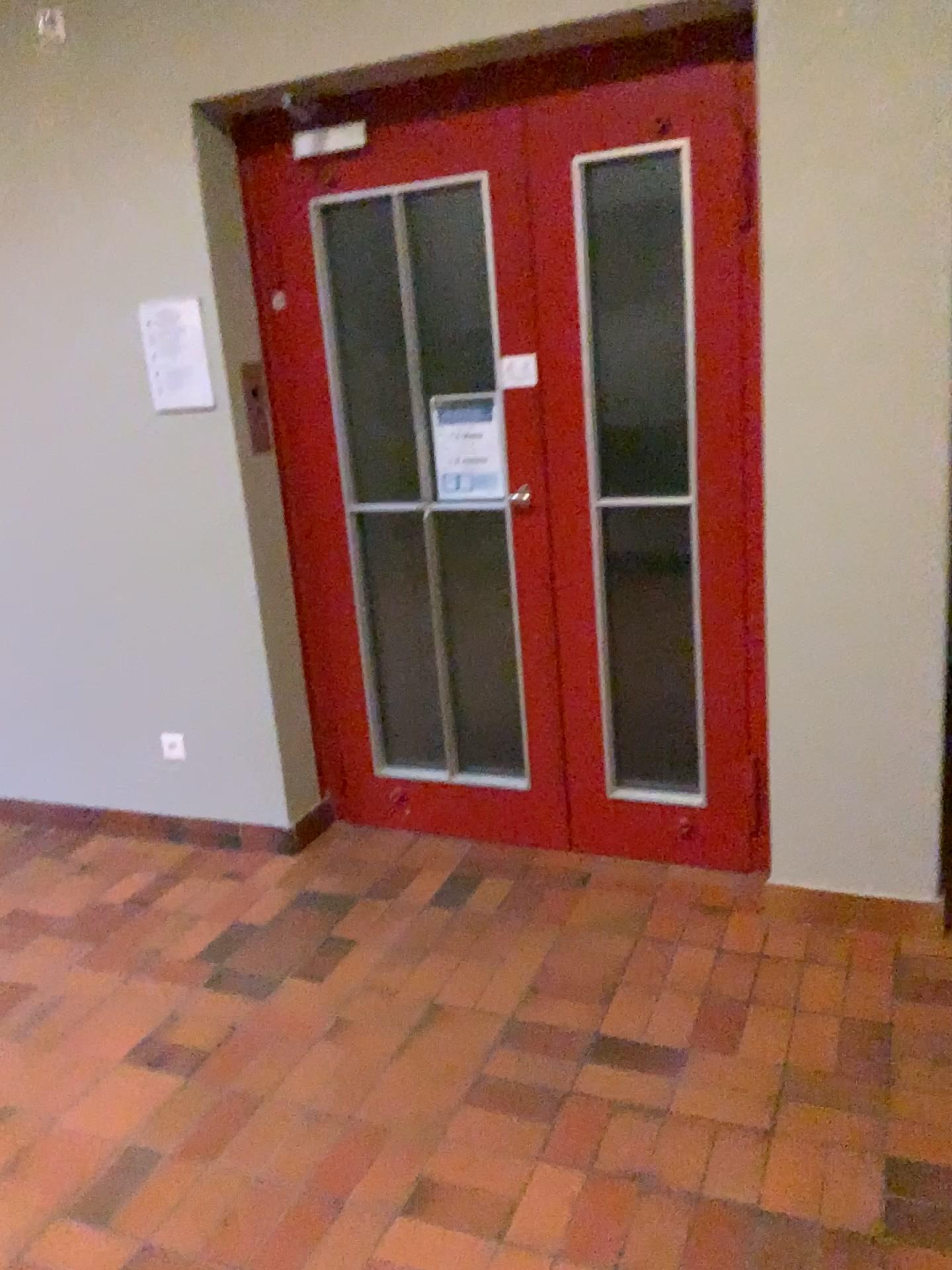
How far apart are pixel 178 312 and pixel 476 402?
0.9 meters

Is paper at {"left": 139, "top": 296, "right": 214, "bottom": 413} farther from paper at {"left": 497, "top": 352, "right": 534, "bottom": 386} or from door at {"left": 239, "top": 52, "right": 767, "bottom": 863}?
paper at {"left": 497, "top": 352, "right": 534, "bottom": 386}

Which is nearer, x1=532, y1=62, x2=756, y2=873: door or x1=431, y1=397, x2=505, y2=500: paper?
Answer: x1=532, y1=62, x2=756, y2=873: door

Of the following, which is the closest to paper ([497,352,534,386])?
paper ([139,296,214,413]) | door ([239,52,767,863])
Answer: door ([239,52,767,863])

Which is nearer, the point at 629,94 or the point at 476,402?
the point at 629,94

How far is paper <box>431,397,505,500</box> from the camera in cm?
305

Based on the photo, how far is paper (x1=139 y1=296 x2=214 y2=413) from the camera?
3.0 meters

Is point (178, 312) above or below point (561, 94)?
below

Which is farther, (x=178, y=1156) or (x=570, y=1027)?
(x=570, y=1027)

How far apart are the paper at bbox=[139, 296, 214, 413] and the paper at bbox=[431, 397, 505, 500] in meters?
0.7 m
